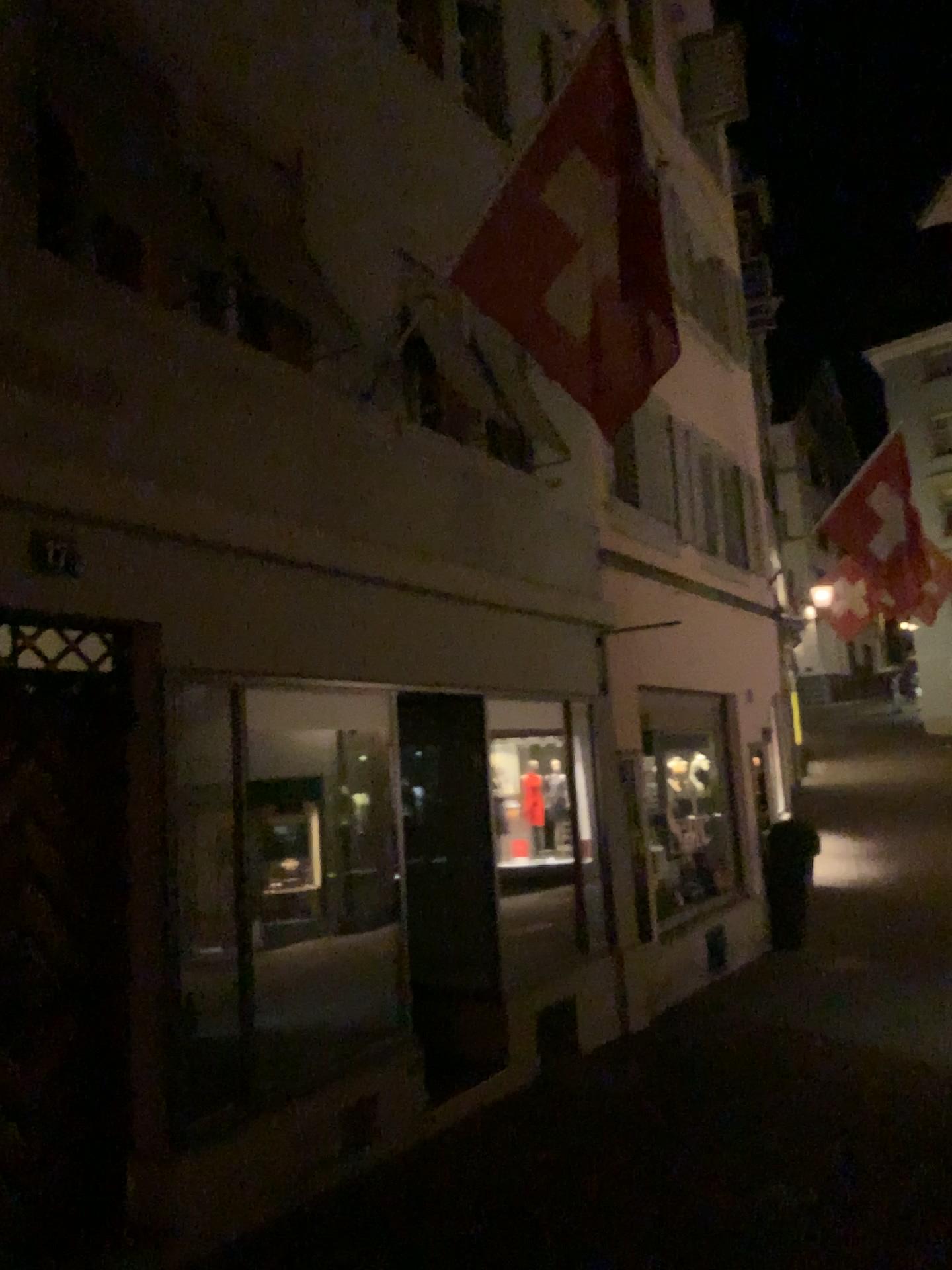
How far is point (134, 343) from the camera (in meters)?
4.38
